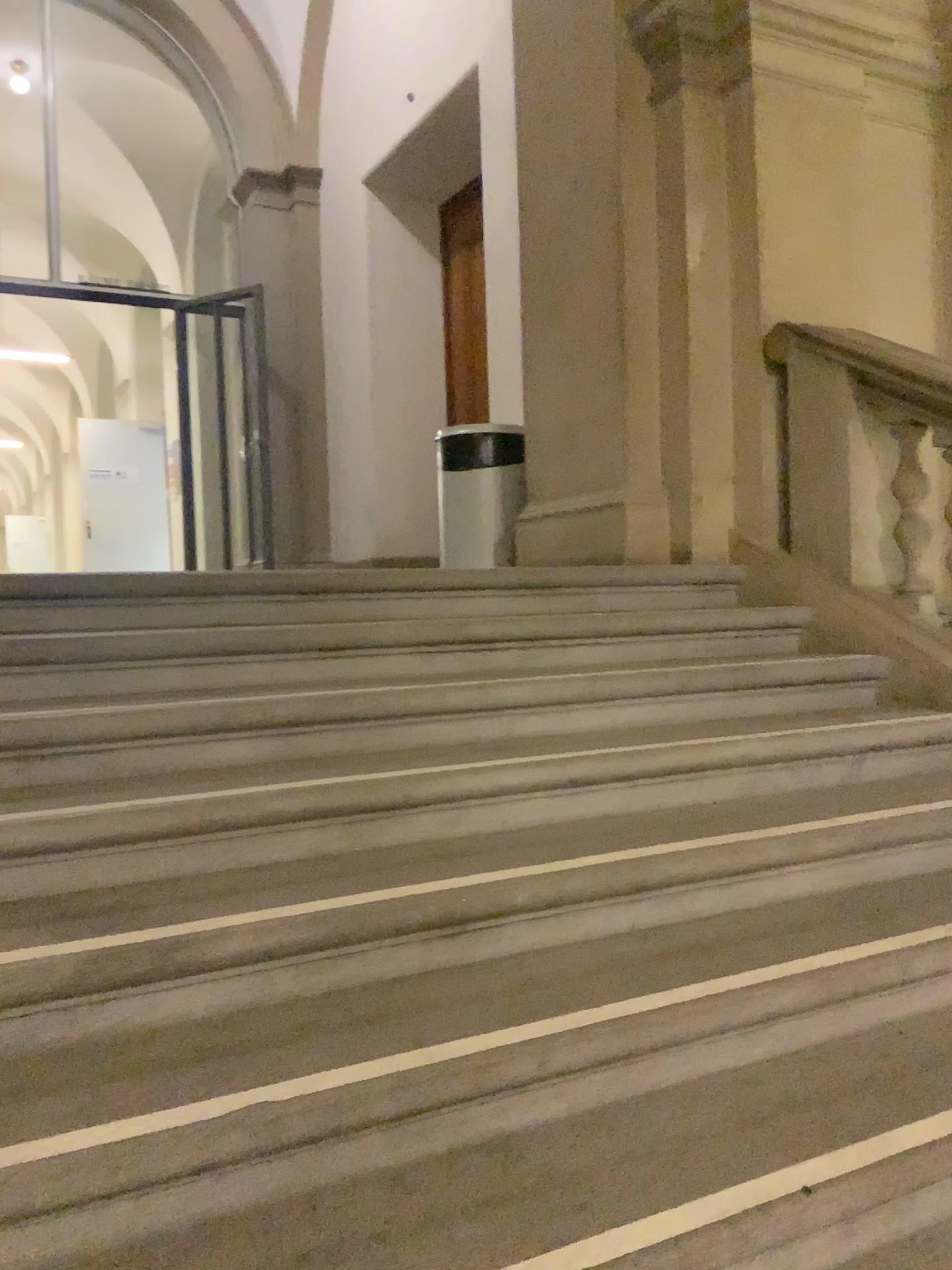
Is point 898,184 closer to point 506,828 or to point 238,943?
point 506,828

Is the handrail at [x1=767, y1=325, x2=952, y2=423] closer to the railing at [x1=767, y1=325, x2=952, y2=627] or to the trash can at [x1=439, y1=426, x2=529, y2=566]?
the railing at [x1=767, y1=325, x2=952, y2=627]

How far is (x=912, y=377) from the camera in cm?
336

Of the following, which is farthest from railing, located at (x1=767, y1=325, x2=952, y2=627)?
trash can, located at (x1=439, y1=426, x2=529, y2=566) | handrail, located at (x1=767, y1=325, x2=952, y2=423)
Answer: trash can, located at (x1=439, y1=426, x2=529, y2=566)

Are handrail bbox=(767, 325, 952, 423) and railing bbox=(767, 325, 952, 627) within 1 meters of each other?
yes

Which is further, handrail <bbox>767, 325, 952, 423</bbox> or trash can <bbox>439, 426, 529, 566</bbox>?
trash can <bbox>439, 426, 529, 566</bbox>

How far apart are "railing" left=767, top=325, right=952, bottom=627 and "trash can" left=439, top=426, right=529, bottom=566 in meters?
1.3

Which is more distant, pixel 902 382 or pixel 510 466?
pixel 510 466

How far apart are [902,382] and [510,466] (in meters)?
1.87

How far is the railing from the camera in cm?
337
